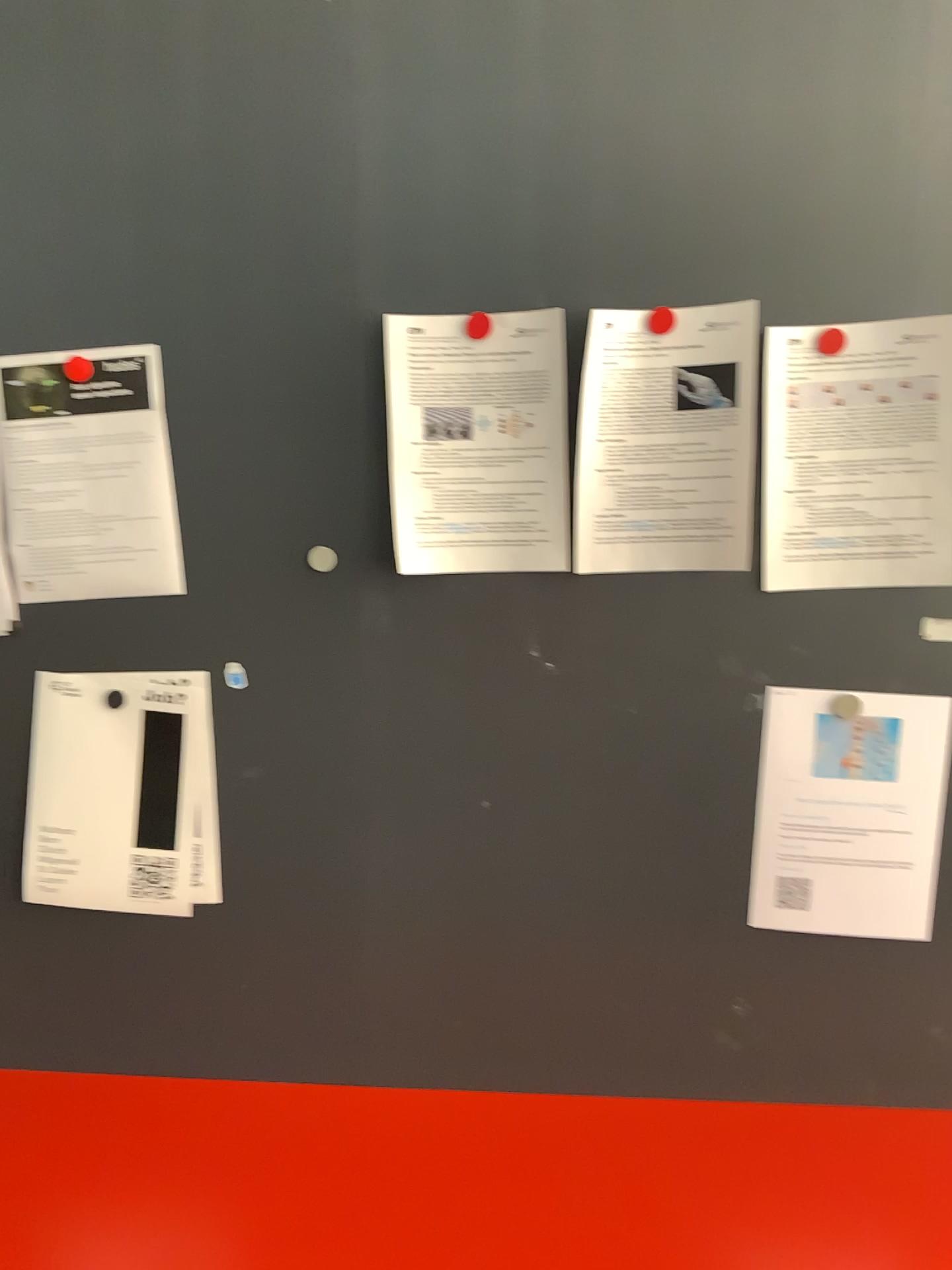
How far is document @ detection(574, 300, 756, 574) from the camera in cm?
120

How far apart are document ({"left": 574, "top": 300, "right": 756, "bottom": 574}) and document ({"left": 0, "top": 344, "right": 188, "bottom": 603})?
0.5m

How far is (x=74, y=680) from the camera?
1.3m

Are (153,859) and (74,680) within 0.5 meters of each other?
yes

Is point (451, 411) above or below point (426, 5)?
below

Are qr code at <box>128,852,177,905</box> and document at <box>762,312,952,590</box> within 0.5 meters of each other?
no

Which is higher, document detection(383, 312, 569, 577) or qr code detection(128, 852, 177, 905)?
document detection(383, 312, 569, 577)

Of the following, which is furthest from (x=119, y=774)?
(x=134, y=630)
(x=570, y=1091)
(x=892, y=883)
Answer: (x=892, y=883)

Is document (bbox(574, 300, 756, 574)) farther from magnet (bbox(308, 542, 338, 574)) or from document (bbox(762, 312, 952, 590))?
magnet (bbox(308, 542, 338, 574))

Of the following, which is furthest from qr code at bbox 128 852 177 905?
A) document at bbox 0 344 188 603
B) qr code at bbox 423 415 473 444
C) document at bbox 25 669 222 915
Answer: qr code at bbox 423 415 473 444
